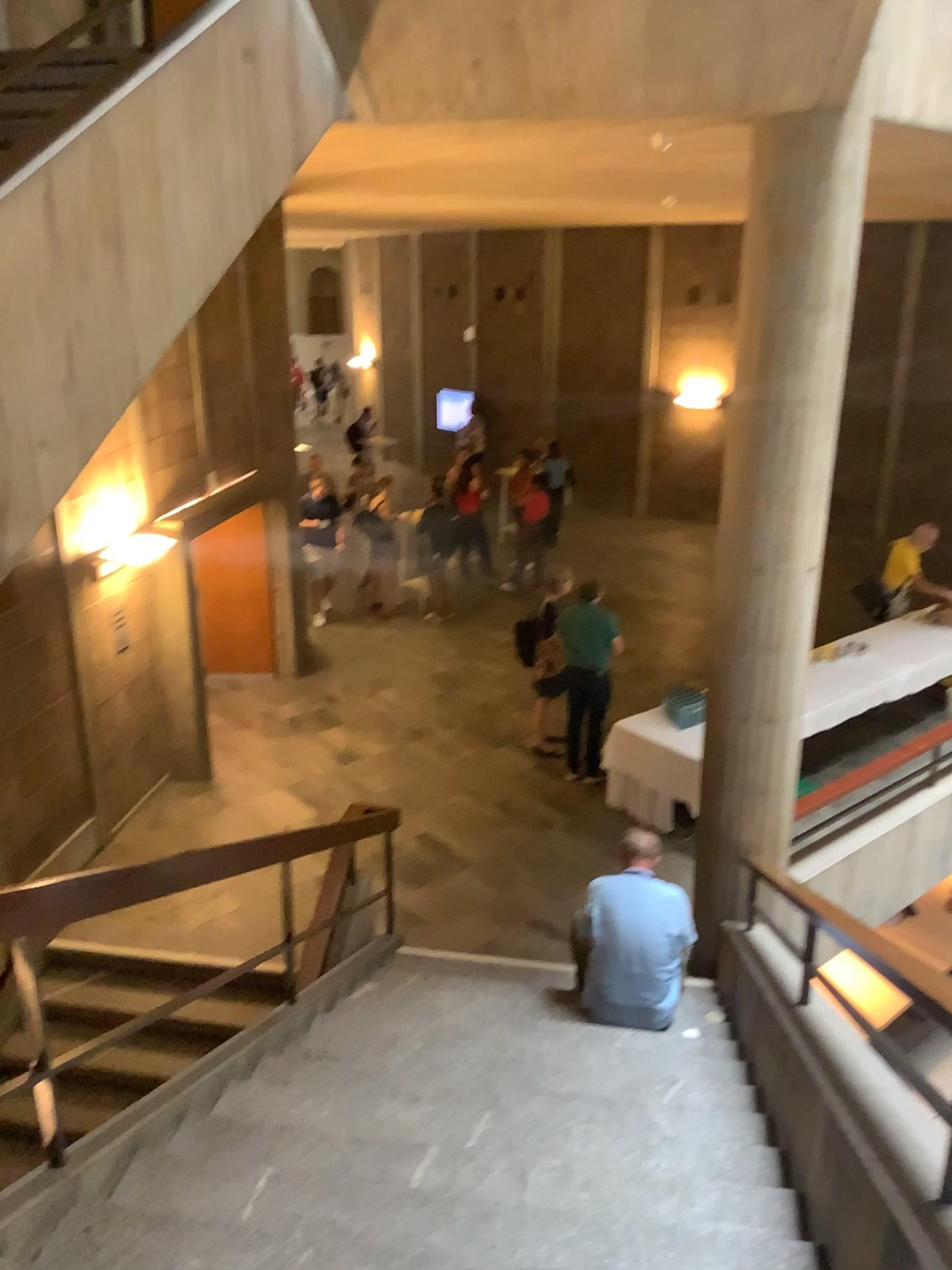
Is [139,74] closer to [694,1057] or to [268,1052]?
[268,1052]
